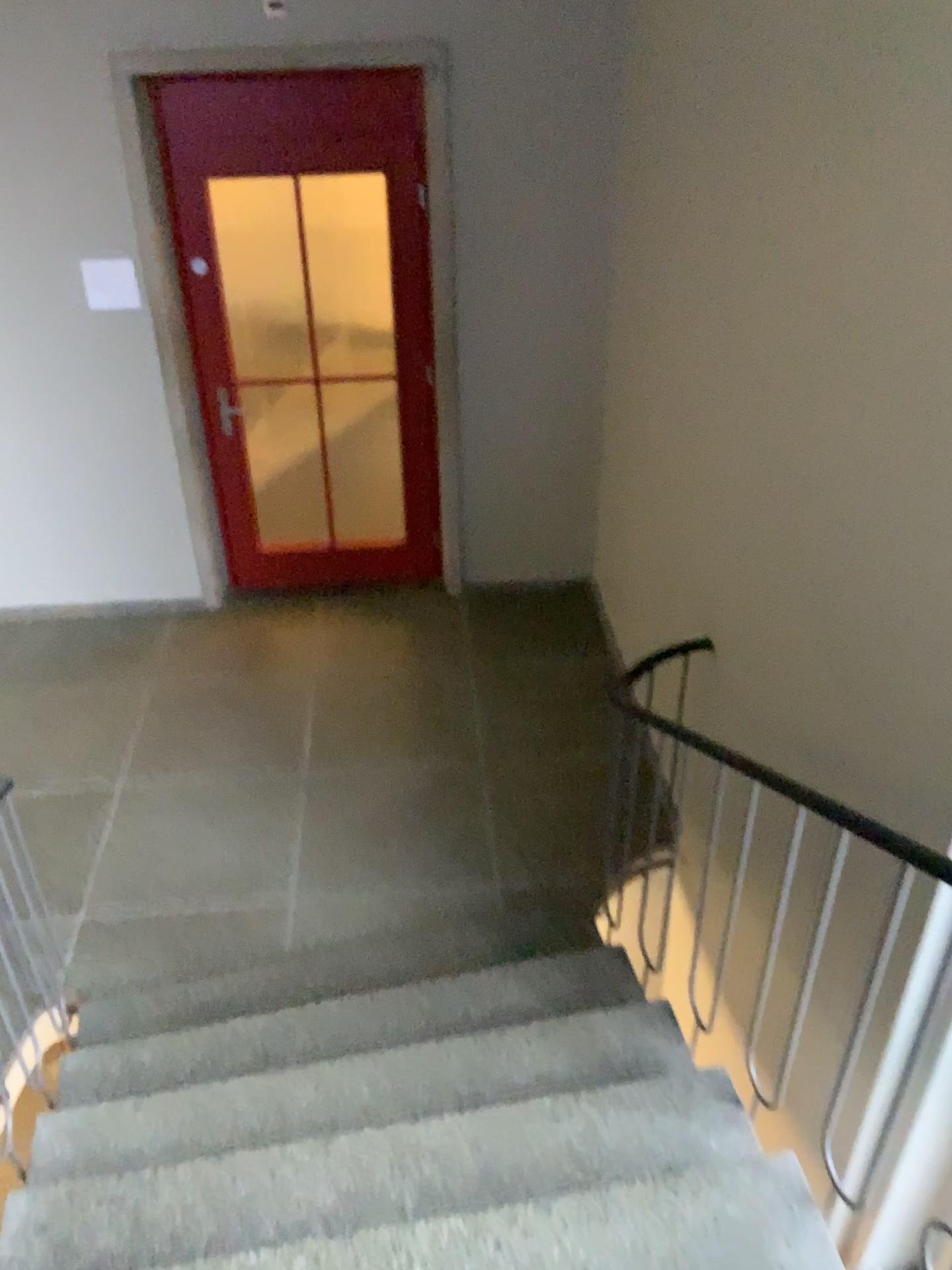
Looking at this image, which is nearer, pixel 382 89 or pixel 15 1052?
pixel 15 1052

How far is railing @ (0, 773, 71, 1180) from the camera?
2.47m

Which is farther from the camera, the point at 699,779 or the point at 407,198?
the point at 407,198

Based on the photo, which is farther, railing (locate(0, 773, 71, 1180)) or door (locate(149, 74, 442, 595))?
door (locate(149, 74, 442, 595))

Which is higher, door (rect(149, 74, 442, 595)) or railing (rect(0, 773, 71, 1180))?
door (rect(149, 74, 442, 595))

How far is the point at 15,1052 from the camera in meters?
2.5

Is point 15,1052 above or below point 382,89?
below
